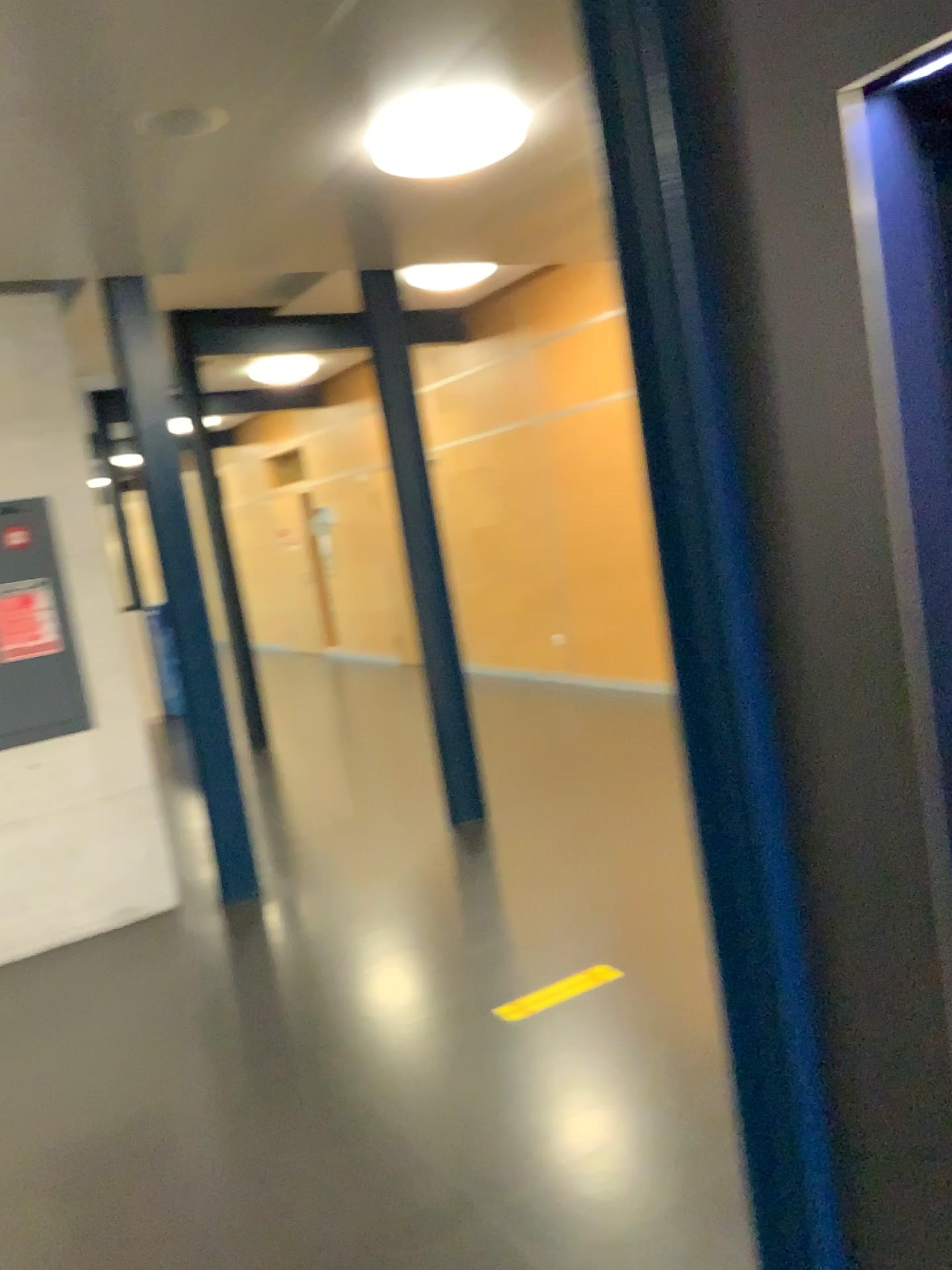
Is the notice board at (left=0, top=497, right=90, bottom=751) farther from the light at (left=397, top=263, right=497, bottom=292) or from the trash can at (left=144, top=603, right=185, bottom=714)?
the light at (left=397, top=263, right=497, bottom=292)

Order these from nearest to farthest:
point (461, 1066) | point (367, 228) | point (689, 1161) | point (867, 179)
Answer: point (867, 179) → point (689, 1161) → point (461, 1066) → point (367, 228)

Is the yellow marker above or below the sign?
below

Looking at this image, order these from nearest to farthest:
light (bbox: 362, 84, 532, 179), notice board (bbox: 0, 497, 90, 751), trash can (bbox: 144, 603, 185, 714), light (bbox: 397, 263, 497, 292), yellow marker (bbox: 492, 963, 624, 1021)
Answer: light (bbox: 362, 84, 532, 179) < yellow marker (bbox: 492, 963, 624, 1021) < notice board (bbox: 0, 497, 90, 751) < trash can (bbox: 144, 603, 185, 714) < light (bbox: 397, 263, 497, 292)

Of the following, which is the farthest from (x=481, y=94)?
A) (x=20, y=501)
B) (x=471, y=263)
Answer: (x=20, y=501)

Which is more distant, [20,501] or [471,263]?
[471,263]

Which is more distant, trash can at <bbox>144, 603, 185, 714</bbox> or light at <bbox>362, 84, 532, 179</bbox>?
trash can at <bbox>144, 603, 185, 714</bbox>

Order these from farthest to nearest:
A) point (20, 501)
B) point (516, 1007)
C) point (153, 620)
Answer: point (153, 620)
point (20, 501)
point (516, 1007)

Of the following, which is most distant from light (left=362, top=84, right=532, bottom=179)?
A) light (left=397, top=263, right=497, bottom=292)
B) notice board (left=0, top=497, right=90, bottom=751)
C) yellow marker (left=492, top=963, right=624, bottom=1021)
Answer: yellow marker (left=492, top=963, right=624, bottom=1021)

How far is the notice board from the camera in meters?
4.2 m
